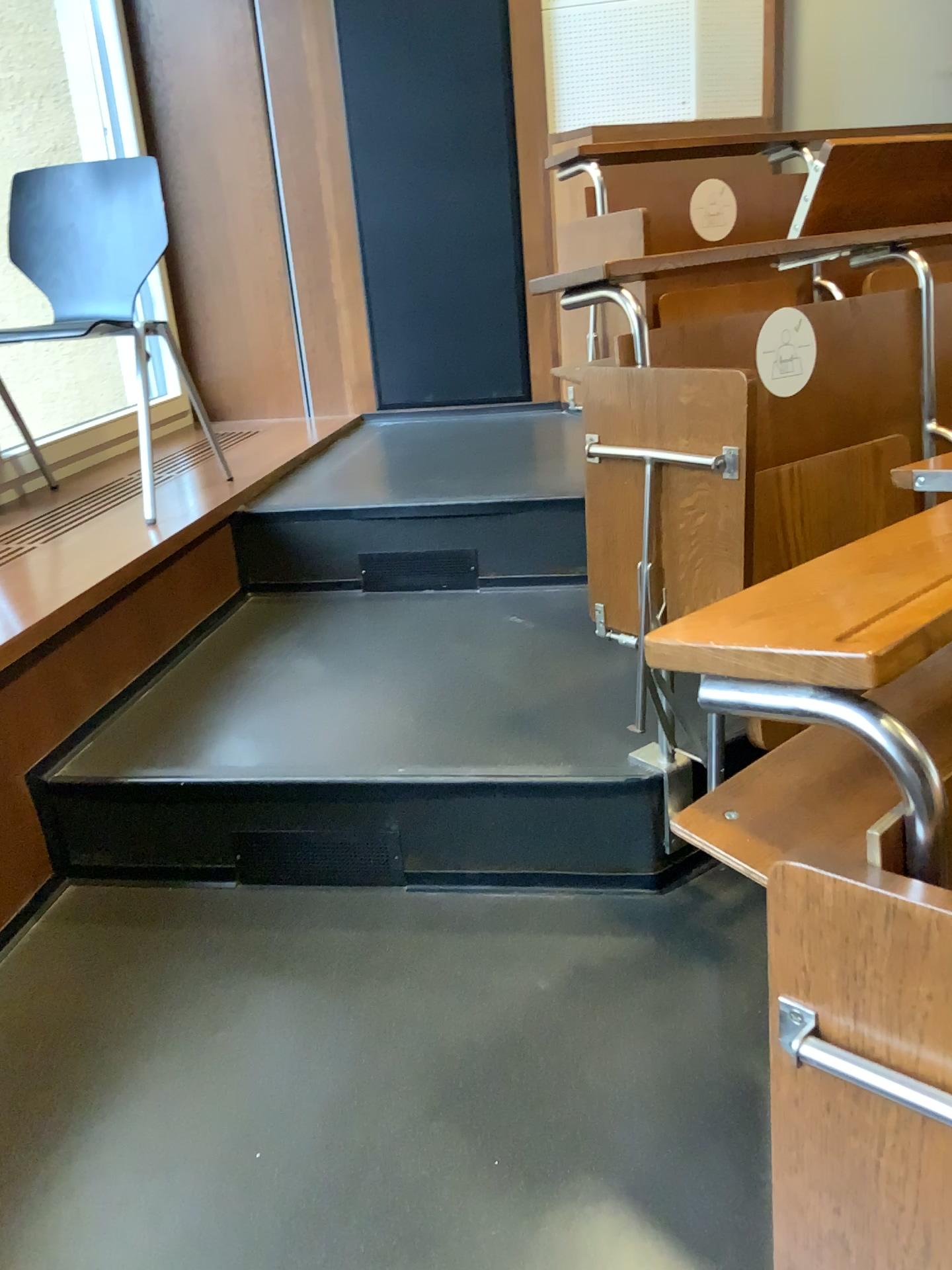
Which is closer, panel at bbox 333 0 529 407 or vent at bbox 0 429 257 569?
vent at bbox 0 429 257 569

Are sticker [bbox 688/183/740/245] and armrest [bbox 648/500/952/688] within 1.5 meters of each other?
no

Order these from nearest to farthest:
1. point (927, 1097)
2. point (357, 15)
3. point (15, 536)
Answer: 1. point (927, 1097)
2. point (15, 536)
3. point (357, 15)

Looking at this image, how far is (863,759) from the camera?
0.8m

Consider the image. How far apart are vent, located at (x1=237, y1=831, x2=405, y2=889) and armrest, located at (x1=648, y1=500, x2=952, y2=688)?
1.13m

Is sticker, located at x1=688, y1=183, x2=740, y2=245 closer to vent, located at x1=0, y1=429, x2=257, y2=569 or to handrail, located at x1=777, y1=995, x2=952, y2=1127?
vent, located at x1=0, y1=429, x2=257, y2=569

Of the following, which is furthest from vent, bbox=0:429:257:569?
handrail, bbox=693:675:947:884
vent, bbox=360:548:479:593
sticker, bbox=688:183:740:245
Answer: handrail, bbox=693:675:947:884

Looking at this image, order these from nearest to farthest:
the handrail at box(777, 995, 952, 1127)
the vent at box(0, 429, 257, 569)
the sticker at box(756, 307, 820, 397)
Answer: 1. the handrail at box(777, 995, 952, 1127)
2. the sticker at box(756, 307, 820, 397)
3. the vent at box(0, 429, 257, 569)

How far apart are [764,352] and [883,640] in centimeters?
116cm

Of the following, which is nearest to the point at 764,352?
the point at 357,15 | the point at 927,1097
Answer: the point at 927,1097
